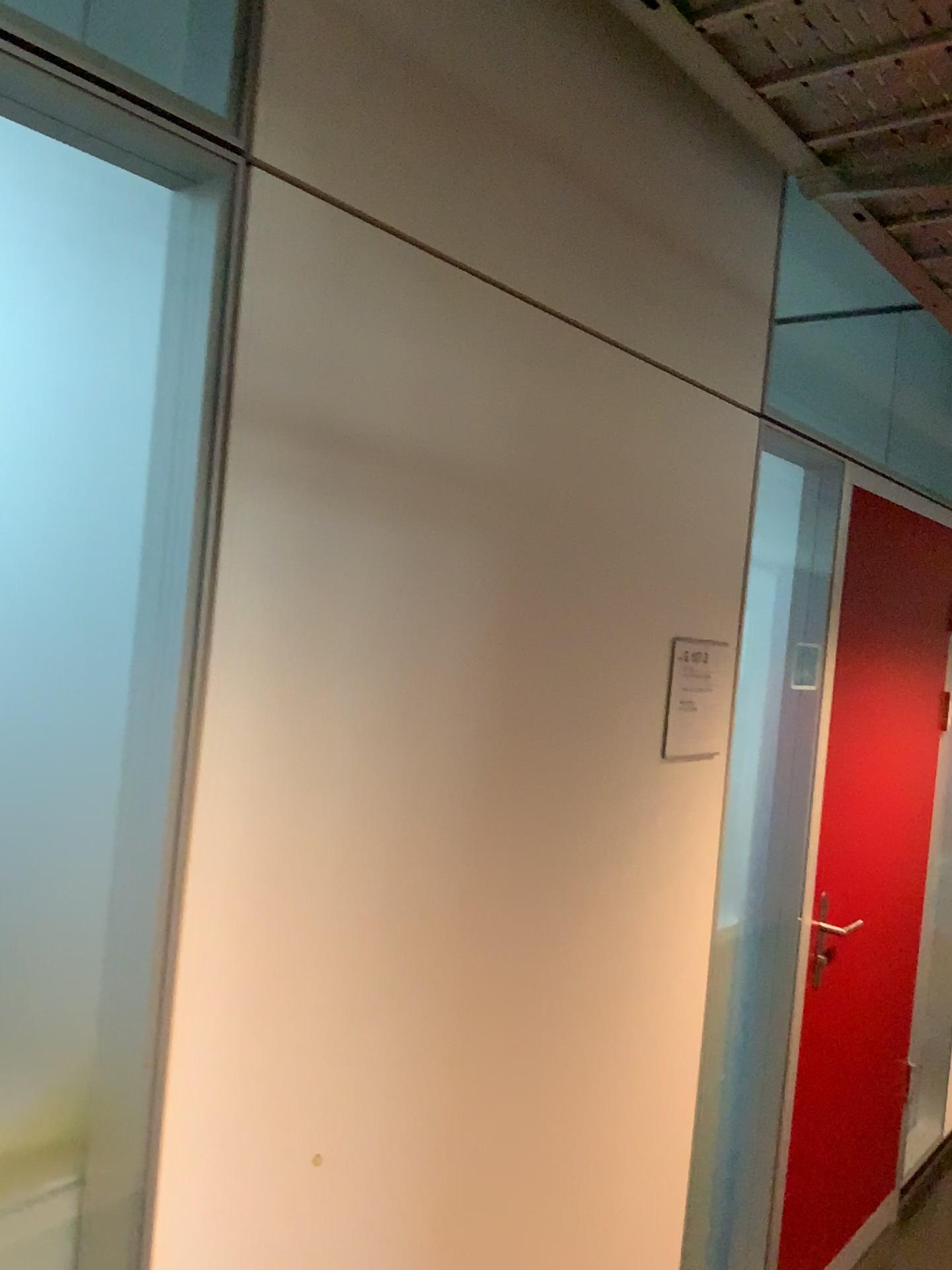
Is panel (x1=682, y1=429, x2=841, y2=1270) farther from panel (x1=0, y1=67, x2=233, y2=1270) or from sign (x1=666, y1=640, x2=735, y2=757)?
panel (x1=0, y1=67, x2=233, y2=1270)

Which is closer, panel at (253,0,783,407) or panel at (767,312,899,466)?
panel at (253,0,783,407)

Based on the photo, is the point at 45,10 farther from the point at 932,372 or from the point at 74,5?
the point at 932,372

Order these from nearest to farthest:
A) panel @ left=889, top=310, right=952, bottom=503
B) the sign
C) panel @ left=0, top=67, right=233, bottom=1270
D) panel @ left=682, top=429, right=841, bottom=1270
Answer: panel @ left=0, top=67, right=233, bottom=1270
the sign
panel @ left=682, top=429, right=841, bottom=1270
panel @ left=889, top=310, right=952, bottom=503

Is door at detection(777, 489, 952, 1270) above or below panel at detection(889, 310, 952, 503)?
below

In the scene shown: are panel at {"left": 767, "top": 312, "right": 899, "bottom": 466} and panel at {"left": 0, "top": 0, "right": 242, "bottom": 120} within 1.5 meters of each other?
no

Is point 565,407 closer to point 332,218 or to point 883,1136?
point 332,218

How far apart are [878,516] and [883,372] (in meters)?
1.58

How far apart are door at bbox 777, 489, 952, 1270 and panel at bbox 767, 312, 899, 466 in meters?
1.2

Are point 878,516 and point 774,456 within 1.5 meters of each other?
yes
